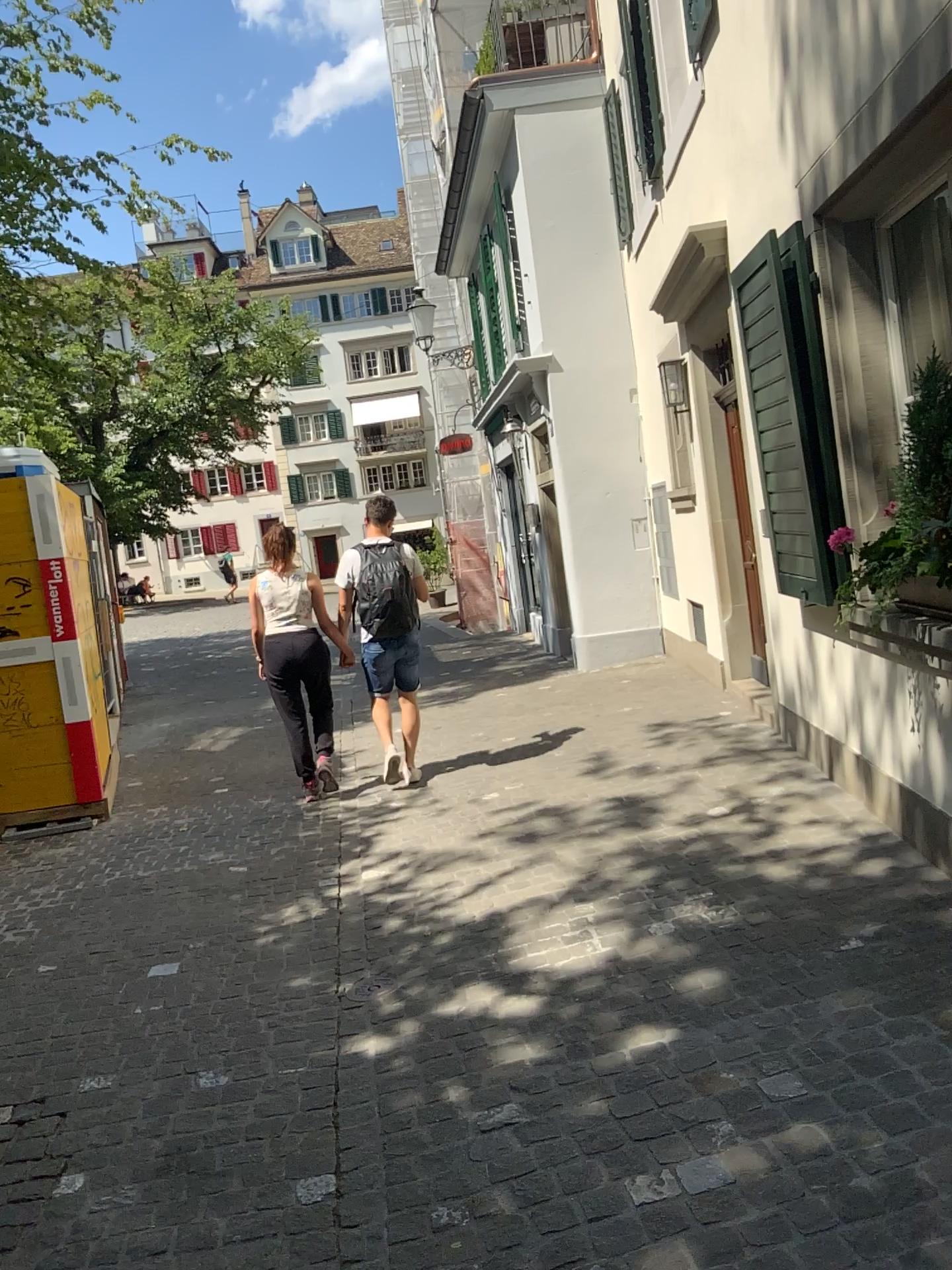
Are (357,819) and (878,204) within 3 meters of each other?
no
